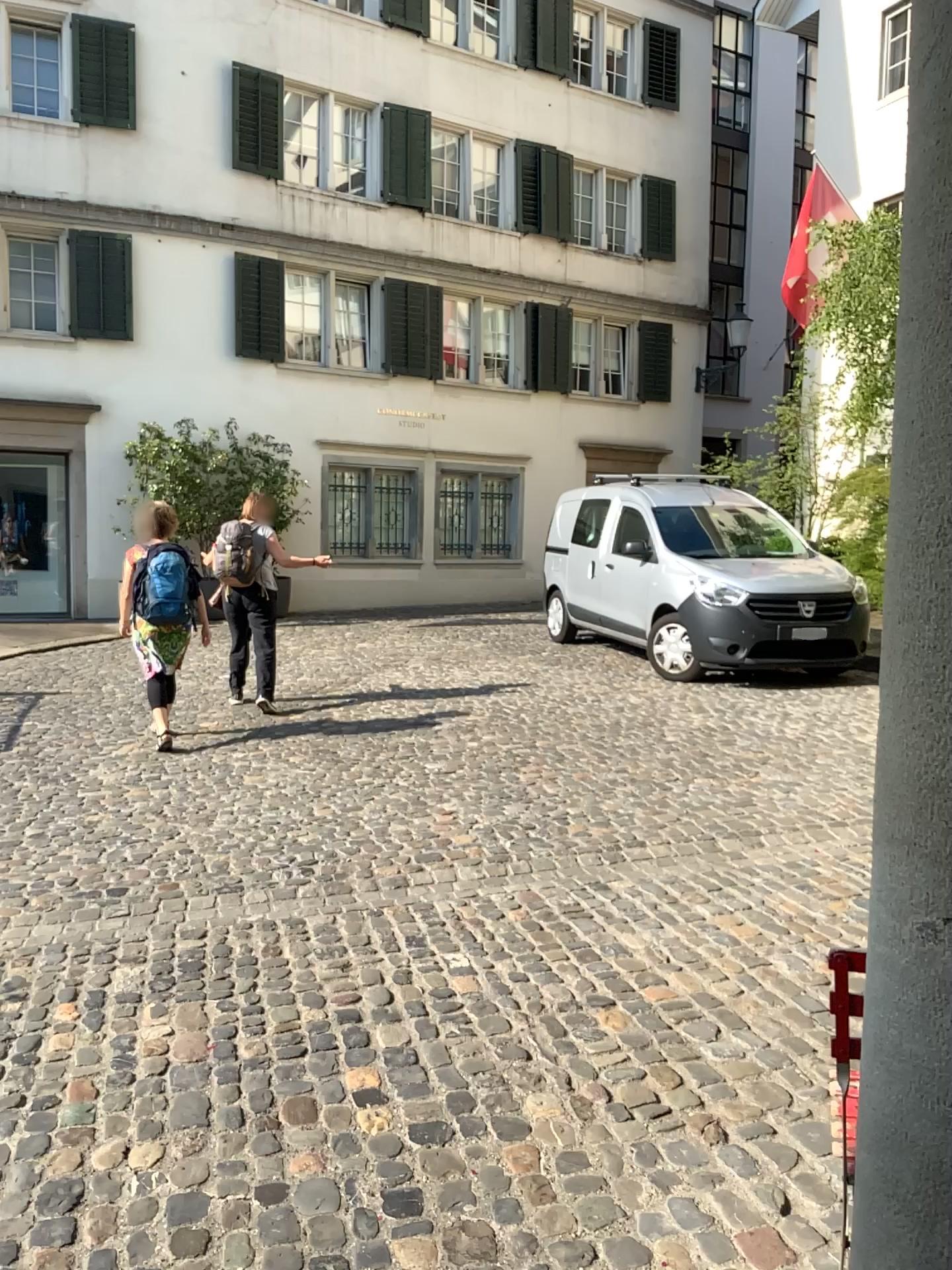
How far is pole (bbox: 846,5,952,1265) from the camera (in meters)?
1.09

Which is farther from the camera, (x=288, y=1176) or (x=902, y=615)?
(x=288, y=1176)

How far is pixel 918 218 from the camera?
1.1 meters
